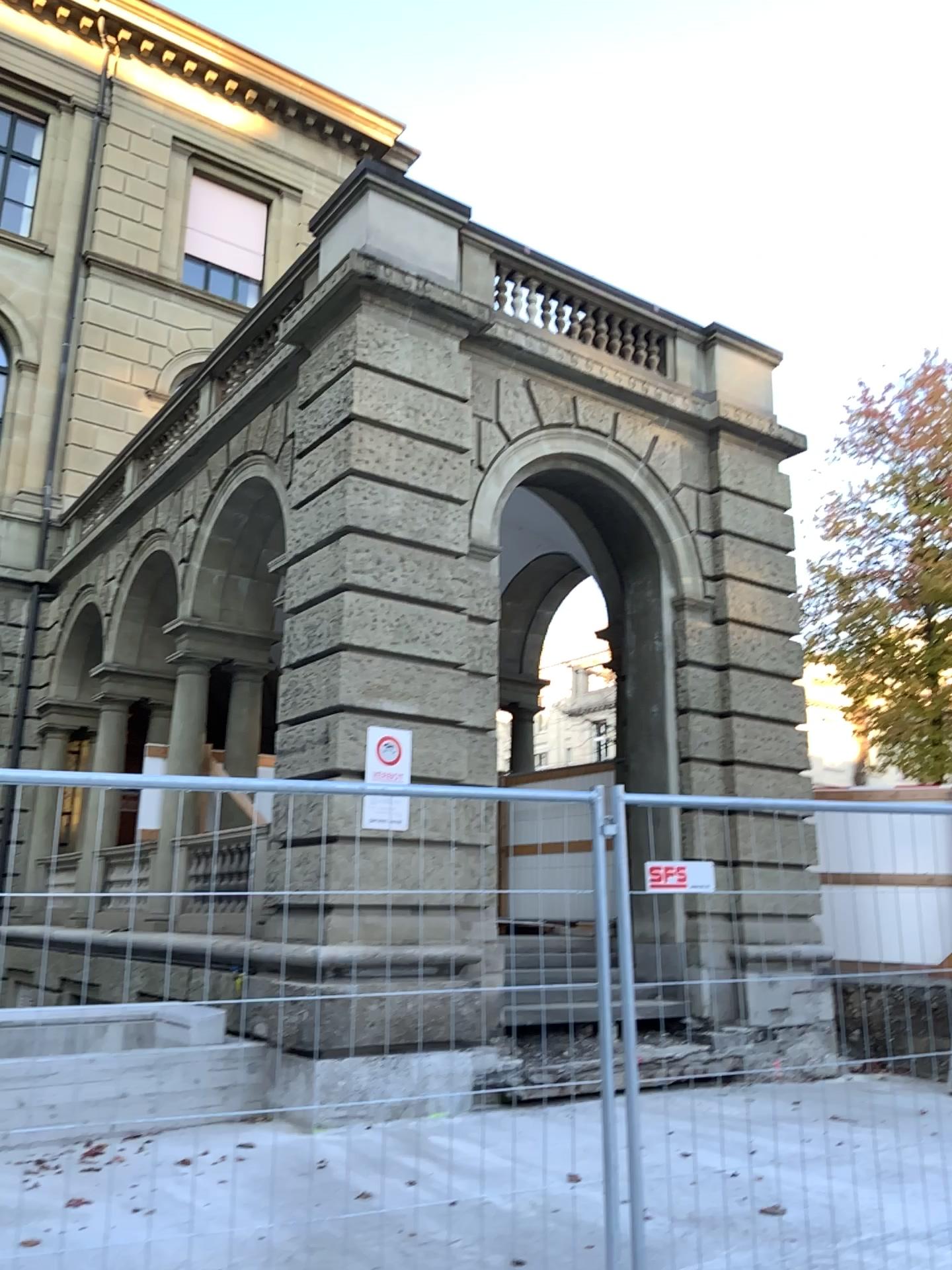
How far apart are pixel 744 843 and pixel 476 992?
1.1 meters
